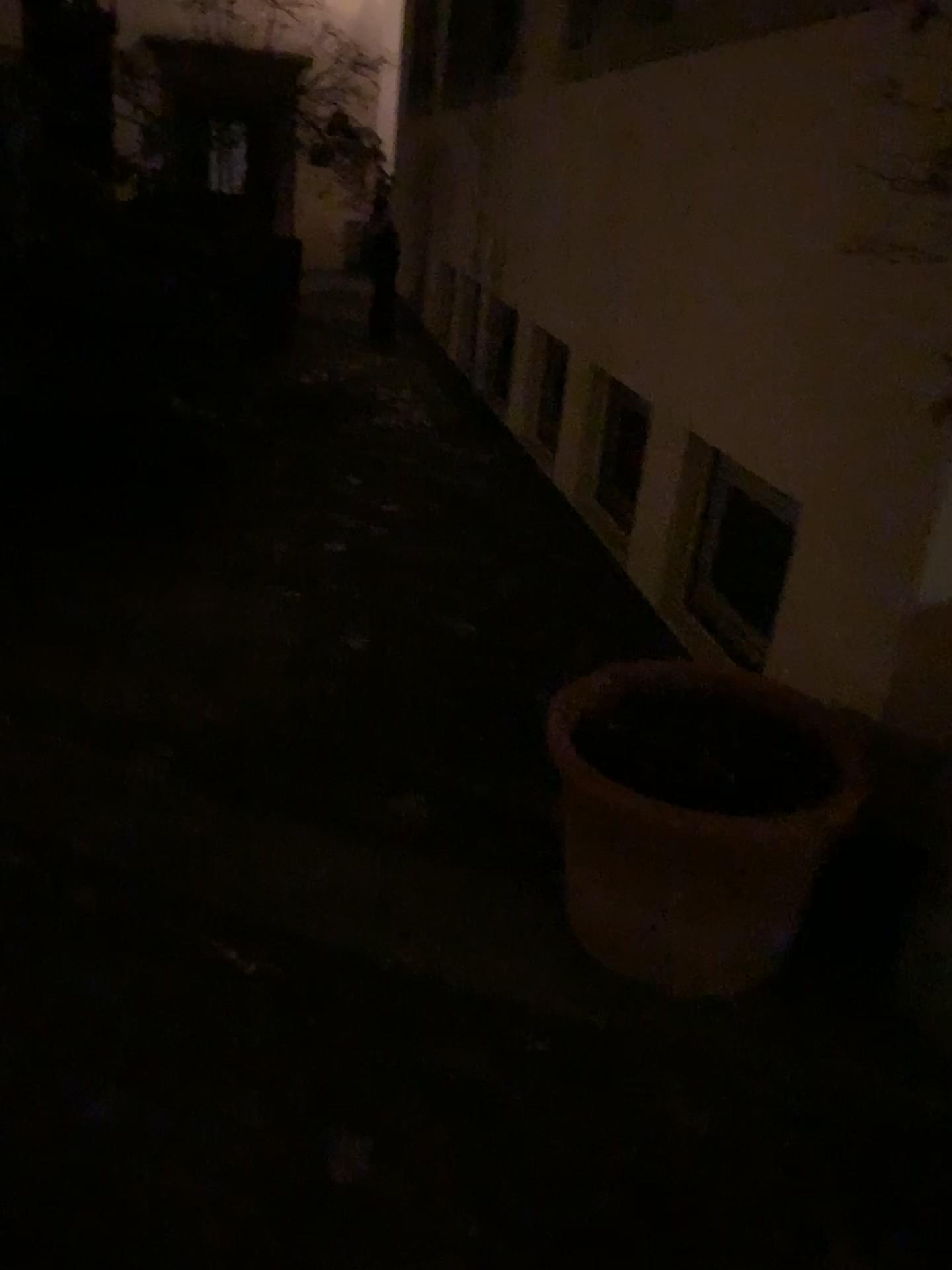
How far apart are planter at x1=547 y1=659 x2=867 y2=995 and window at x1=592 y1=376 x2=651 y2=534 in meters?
1.5 m

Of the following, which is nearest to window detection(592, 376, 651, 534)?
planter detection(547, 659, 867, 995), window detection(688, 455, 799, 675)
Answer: window detection(688, 455, 799, 675)

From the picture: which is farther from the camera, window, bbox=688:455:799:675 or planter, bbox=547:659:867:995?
window, bbox=688:455:799:675

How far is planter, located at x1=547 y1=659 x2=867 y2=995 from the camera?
1.8m

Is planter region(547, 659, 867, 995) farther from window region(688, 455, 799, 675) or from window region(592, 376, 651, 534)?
window region(592, 376, 651, 534)

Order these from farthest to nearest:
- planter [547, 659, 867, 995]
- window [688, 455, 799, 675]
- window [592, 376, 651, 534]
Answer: window [592, 376, 651, 534], window [688, 455, 799, 675], planter [547, 659, 867, 995]

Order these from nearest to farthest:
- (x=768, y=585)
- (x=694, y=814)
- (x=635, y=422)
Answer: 1. (x=694, y=814)
2. (x=768, y=585)
3. (x=635, y=422)

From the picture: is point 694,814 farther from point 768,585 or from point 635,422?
point 635,422

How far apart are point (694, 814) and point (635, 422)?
2.18m

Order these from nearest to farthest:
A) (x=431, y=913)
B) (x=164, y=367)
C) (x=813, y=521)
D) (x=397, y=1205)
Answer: (x=397, y=1205)
(x=431, y=913)
(x=813, y=521)
(x=164, y=367)
